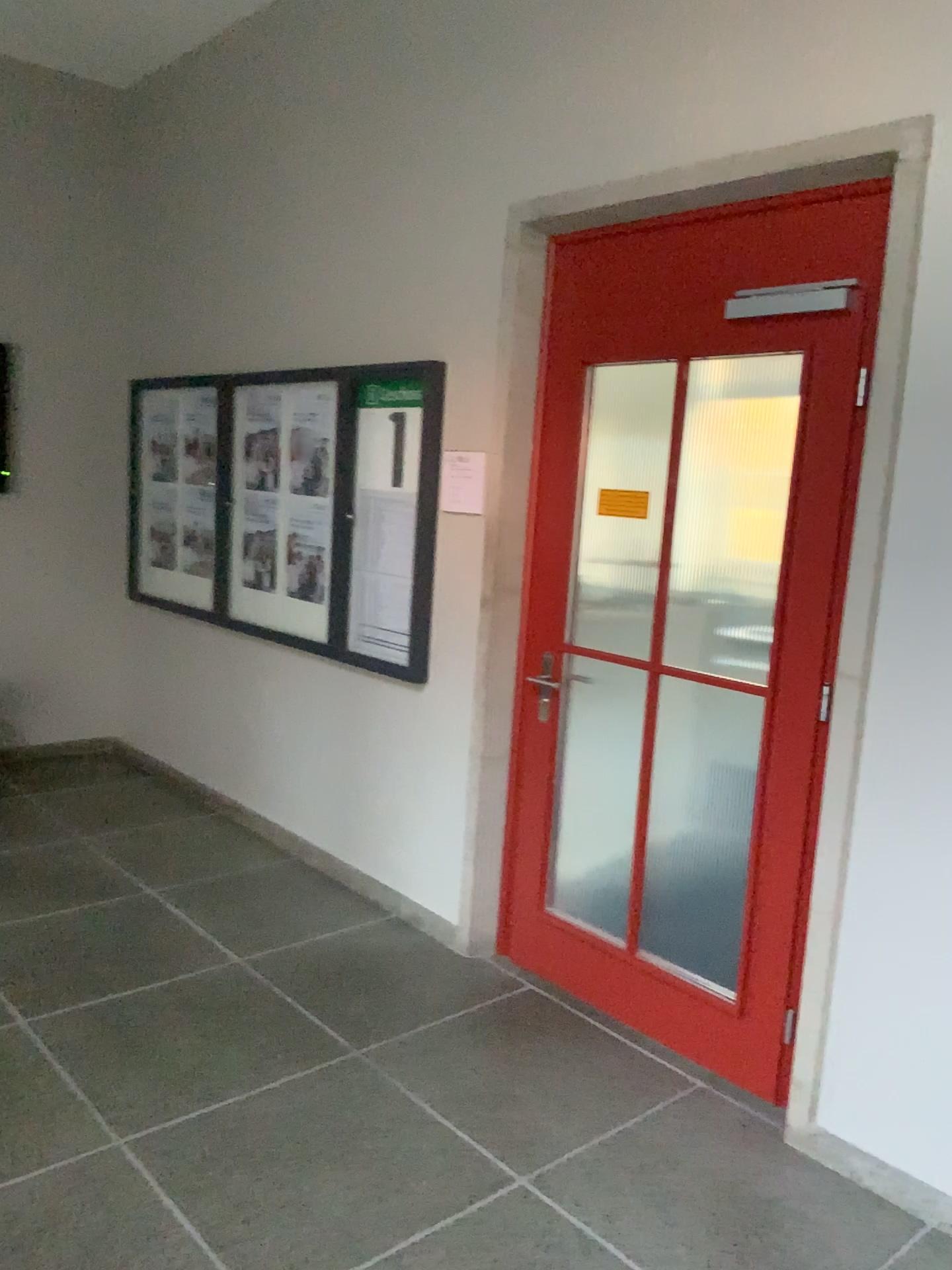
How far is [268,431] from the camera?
4.5m

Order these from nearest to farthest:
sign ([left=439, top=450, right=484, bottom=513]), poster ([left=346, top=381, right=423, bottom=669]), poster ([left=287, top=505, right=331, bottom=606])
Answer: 1. sign ([left=439, top=450, right=484, bottom=513])
2. poster ([left=346, top=381, right=423, bottom=669])
3. poster ([left=287, top=505, right=331, bottom=606])

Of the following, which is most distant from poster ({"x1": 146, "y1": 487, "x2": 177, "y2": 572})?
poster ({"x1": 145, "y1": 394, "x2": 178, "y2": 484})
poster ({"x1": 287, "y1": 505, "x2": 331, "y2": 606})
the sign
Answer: the sign

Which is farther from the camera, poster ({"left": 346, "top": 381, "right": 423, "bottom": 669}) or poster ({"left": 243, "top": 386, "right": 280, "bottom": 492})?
poster ({"left": 243, "top": 386, "right": 280, "bottom": 492})

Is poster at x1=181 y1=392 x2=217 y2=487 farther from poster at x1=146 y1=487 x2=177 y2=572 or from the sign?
the sign

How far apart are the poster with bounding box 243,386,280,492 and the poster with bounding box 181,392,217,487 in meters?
0.4 m

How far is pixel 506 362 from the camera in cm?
335

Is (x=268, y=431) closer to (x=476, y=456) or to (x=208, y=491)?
(x=208, y=491)

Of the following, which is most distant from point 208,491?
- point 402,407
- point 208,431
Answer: point 402,407

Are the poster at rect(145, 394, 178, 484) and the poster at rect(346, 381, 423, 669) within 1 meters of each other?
no
